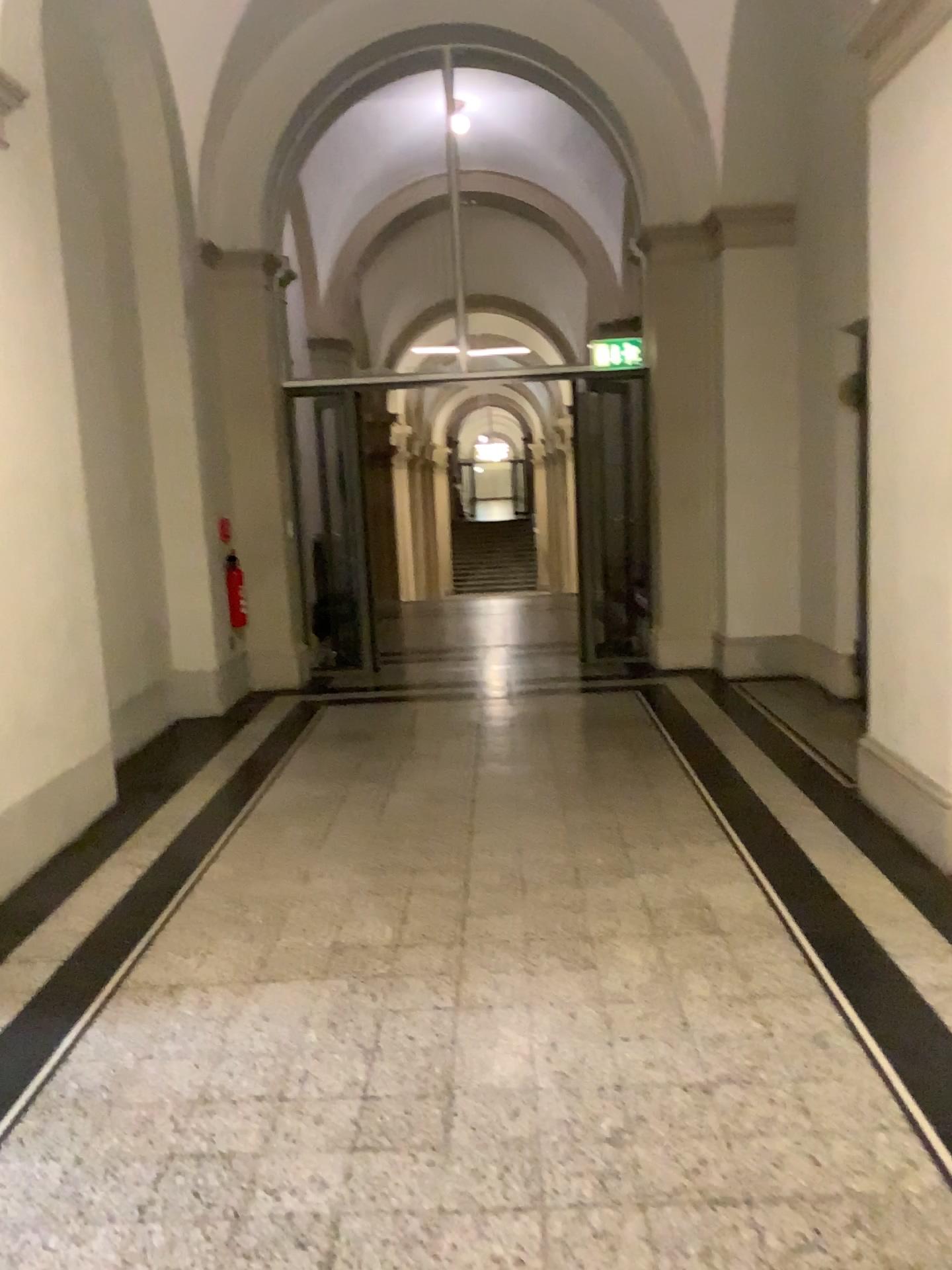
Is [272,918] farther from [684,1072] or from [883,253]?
[883,253]
